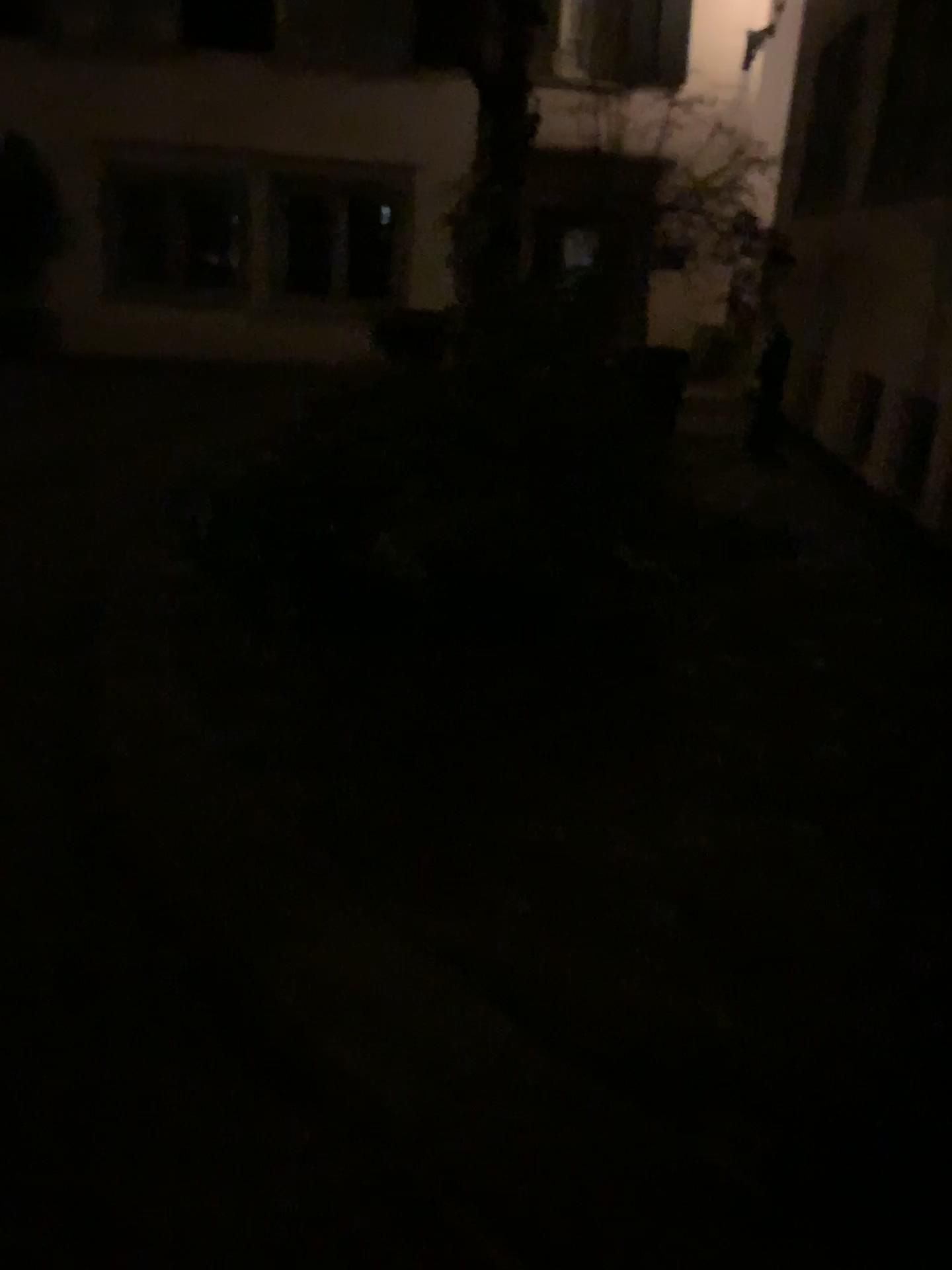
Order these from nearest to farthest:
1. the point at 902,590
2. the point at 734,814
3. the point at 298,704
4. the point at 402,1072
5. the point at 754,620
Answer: the point at 402,1072 < the point at 734,814 < the point at 298,704 < the point at 754,620 < the point at 902,590
